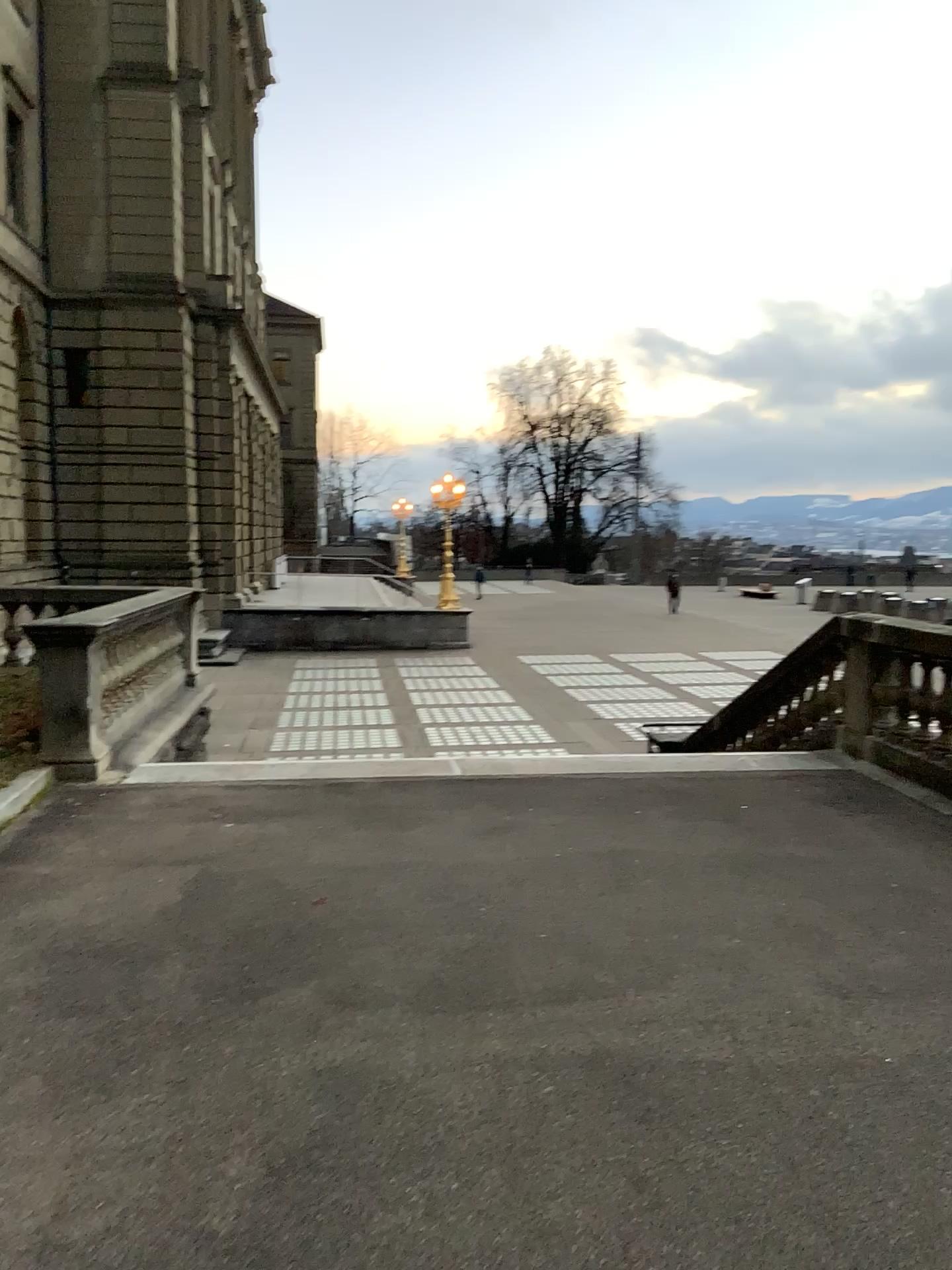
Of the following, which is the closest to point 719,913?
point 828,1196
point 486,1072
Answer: point 486,1072
